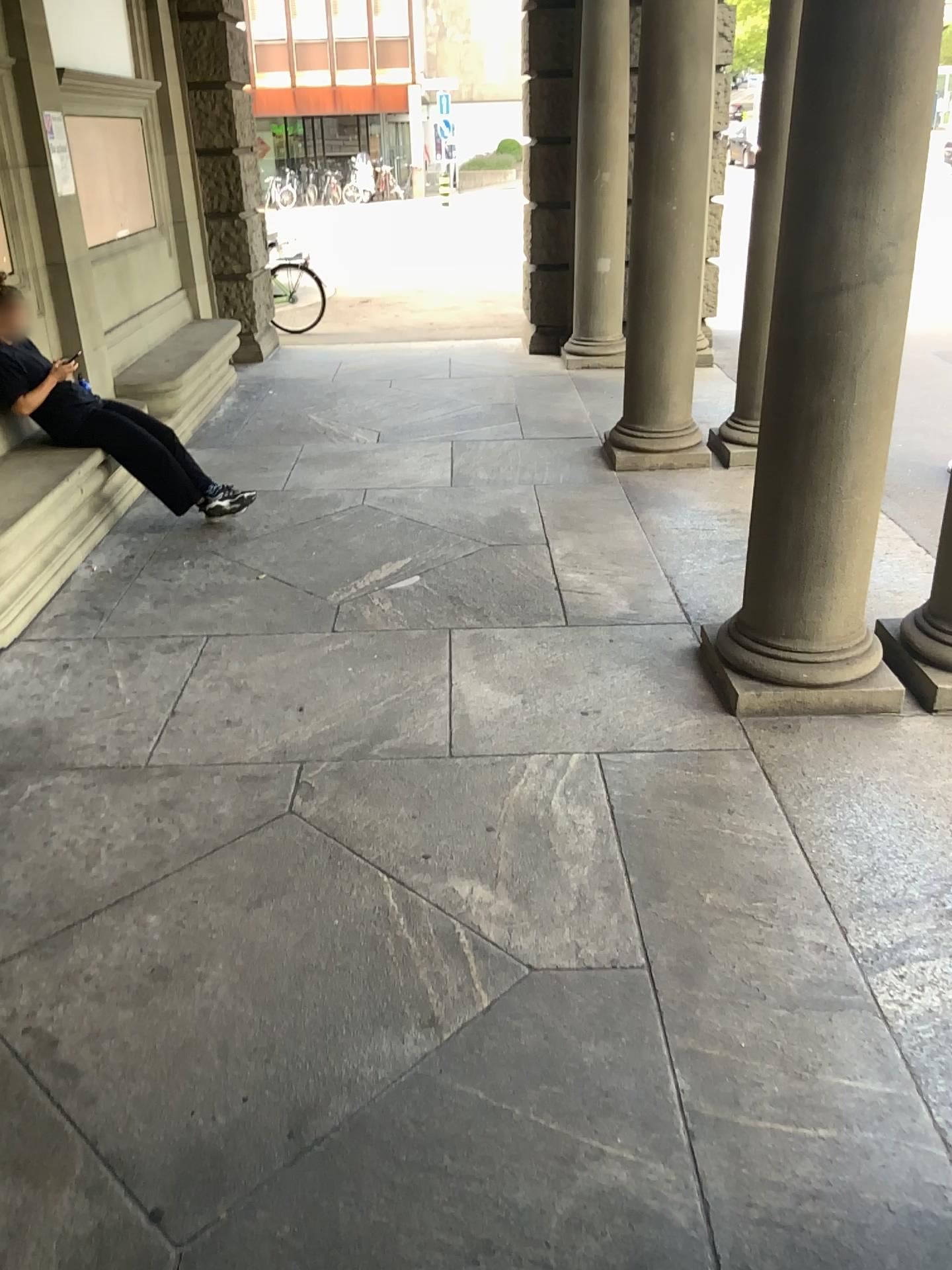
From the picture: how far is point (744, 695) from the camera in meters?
3.7

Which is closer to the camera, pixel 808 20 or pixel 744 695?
pixel 808 20

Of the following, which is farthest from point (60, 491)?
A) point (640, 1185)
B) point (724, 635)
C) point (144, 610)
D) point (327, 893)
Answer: point (640, 1185)

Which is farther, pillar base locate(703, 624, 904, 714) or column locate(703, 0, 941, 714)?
pillar base locate(703, 624, 904, 714)

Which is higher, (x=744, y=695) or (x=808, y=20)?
(x=808, y=20)

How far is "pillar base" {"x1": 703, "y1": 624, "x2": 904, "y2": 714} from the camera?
3.7 meters
